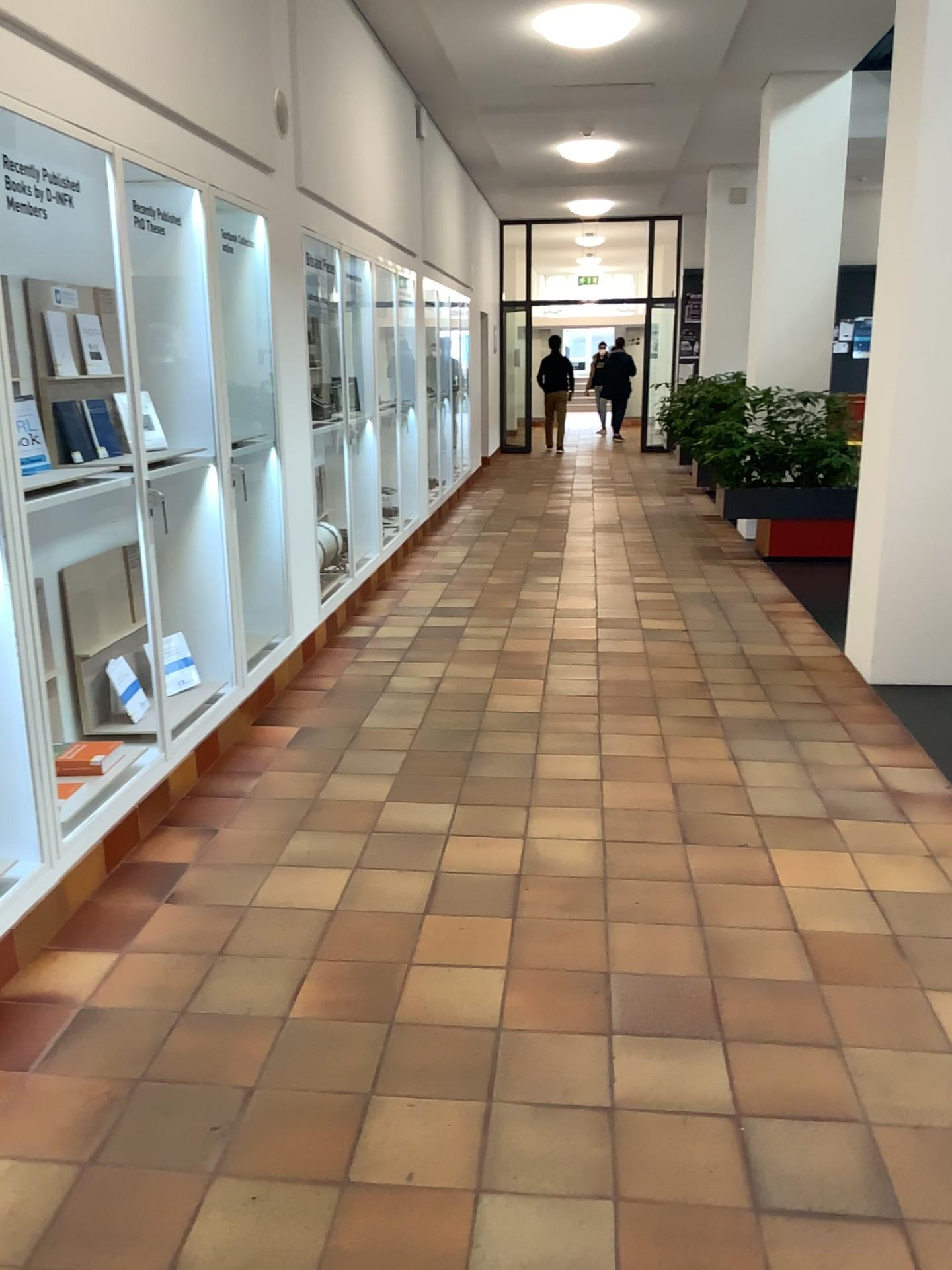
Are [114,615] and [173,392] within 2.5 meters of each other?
yes
